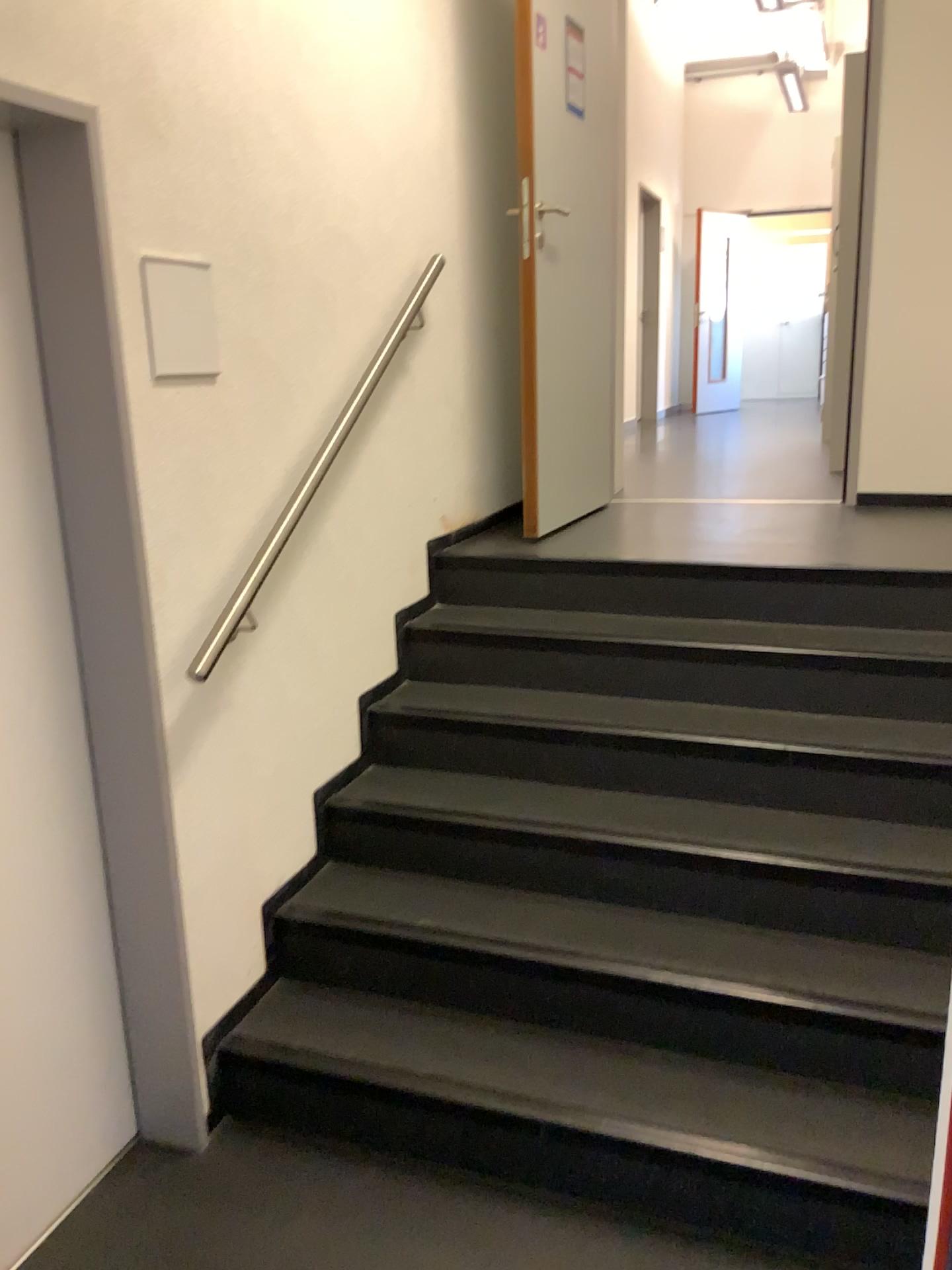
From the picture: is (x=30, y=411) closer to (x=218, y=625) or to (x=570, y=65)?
(x=218, y=625)

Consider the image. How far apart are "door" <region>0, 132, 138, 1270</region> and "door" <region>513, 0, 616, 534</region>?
1.9 meters

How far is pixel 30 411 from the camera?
1.85m

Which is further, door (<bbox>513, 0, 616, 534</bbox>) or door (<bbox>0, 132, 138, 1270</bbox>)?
door (<bbox>513, 0, 616, 534</bbox>)

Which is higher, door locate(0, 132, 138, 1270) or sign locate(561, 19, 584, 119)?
sign locate(561, 19, 584, 119)

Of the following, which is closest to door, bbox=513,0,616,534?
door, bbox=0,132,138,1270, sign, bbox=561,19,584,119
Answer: sign, bbox=561,19,584,119

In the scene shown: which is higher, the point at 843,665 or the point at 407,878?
the point at 843,665

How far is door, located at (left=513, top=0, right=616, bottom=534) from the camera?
3.4m

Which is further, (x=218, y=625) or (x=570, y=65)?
(x=570, y=65)

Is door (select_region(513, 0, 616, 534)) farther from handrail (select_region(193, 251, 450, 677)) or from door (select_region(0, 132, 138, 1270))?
door (select_region(0, 132, 138, 1270))
